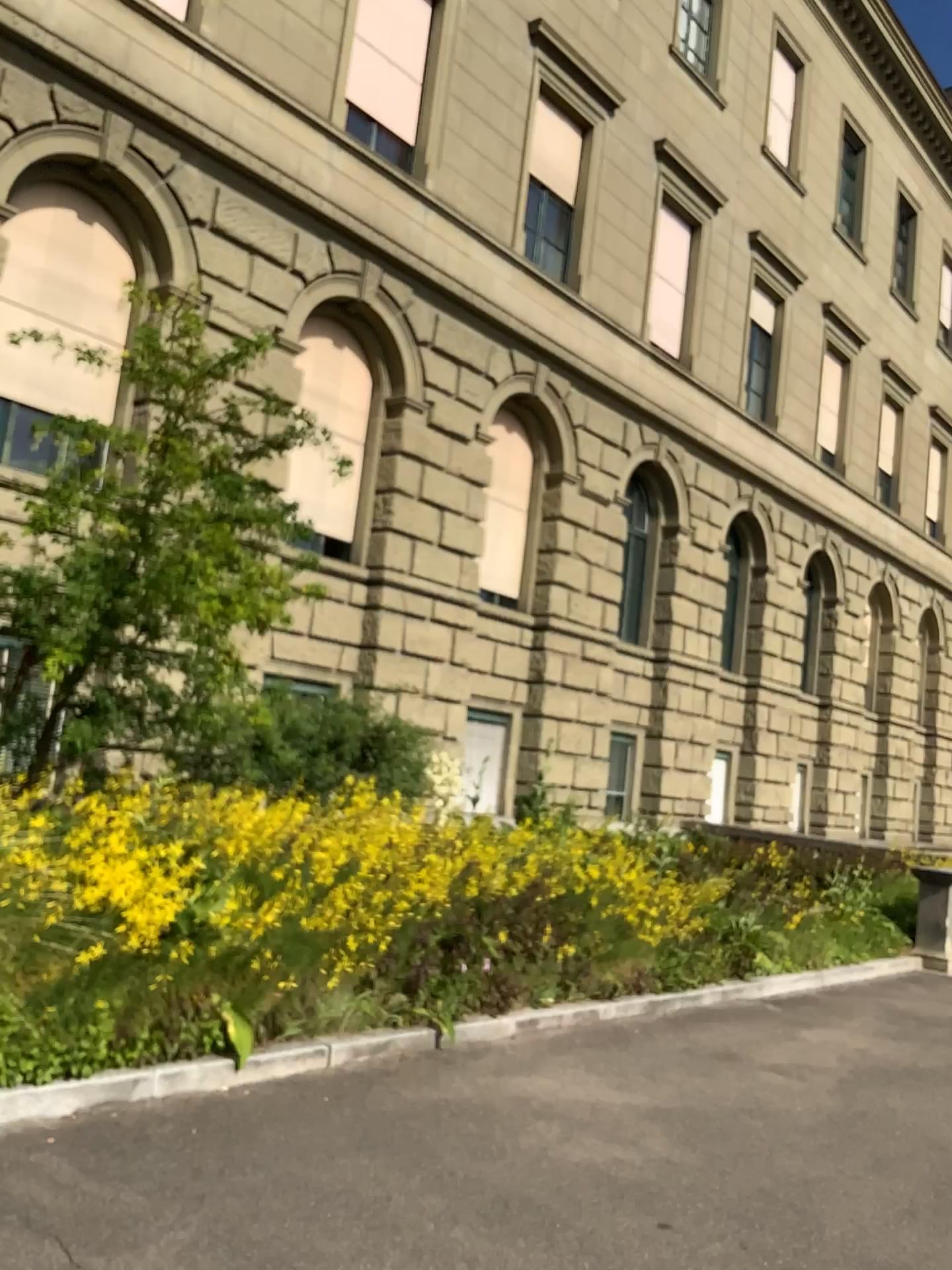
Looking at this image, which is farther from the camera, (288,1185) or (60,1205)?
(288,1185)
